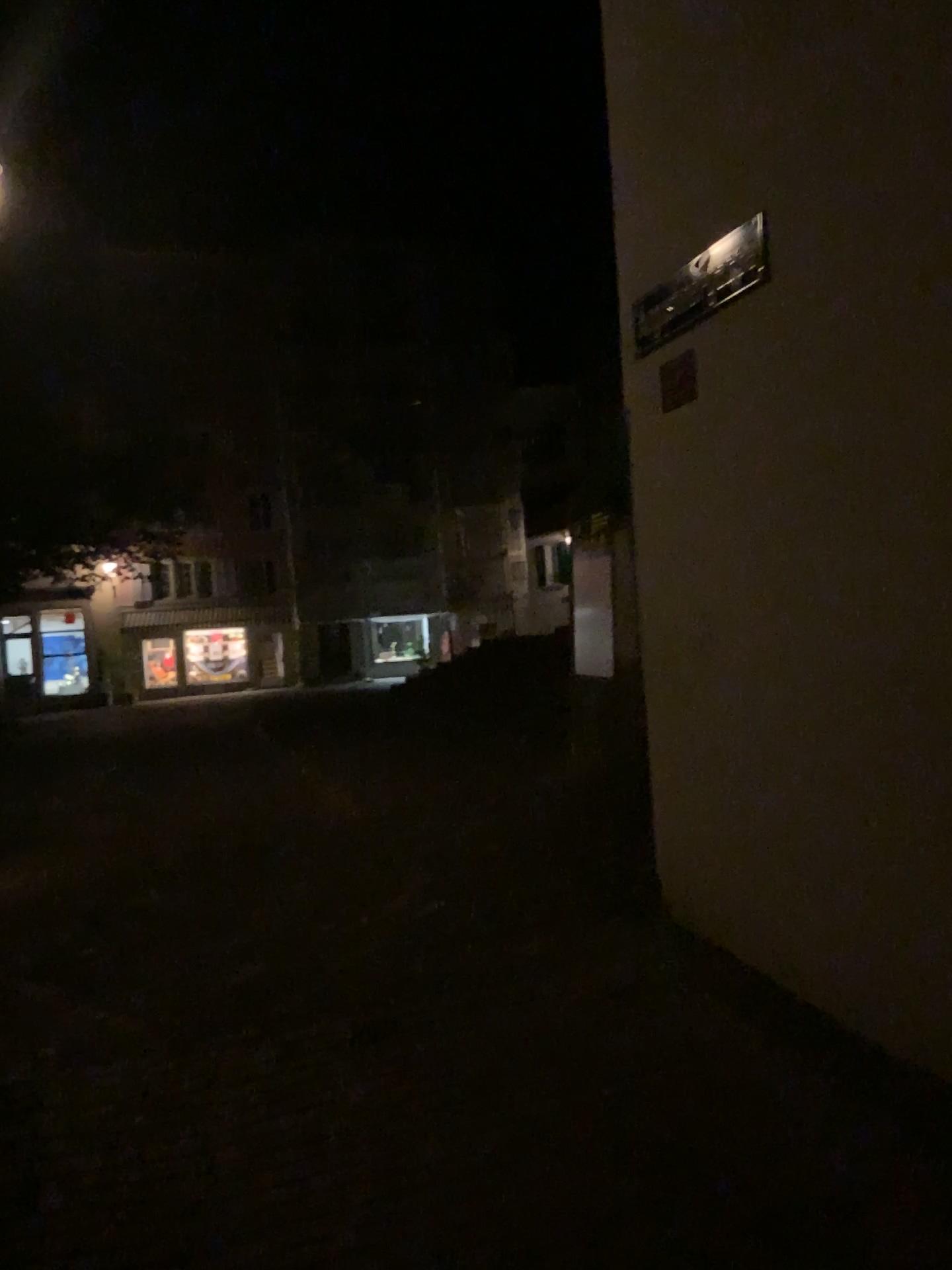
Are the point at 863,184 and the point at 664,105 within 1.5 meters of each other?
yes

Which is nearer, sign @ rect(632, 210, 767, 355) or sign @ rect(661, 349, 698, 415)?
sign @ rect(632, 210, 767, 355)

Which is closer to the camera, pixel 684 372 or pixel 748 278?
pixel 748 278
